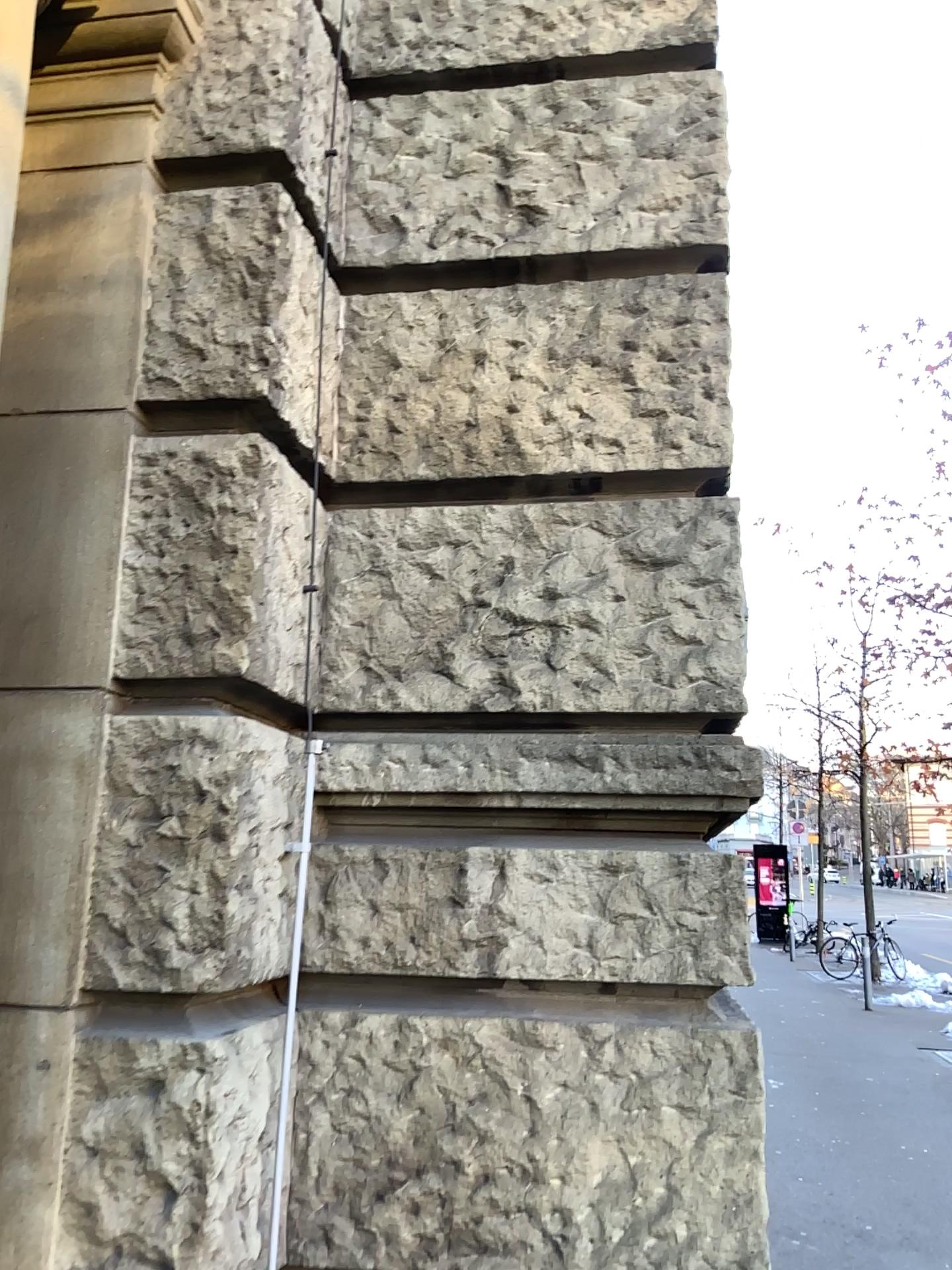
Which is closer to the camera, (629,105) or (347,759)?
(347,759)
